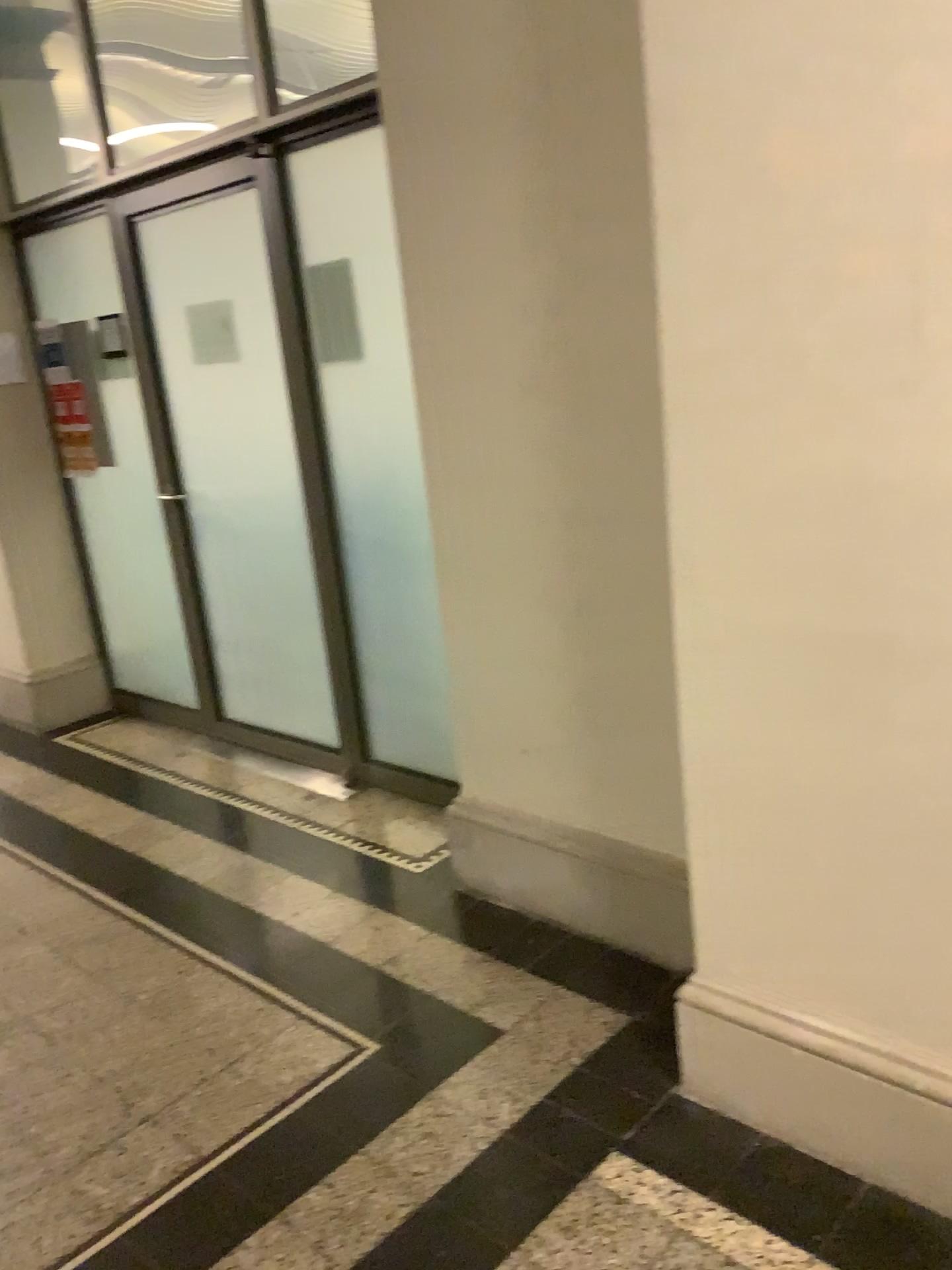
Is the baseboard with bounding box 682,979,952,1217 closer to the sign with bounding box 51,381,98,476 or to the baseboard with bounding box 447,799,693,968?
the baseboard with bounding box 447,799,693,968

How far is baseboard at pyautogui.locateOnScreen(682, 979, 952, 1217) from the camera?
1.8 meters

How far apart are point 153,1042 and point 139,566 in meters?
2.6

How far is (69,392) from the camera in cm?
453

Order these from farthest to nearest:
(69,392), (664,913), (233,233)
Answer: (69,392) < (233,233) < (664,913)

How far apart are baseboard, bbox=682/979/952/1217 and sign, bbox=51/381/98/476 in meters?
3.6

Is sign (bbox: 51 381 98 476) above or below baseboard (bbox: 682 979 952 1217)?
above

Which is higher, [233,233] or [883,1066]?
[233,233]

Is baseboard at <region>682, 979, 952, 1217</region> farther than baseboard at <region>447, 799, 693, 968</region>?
No

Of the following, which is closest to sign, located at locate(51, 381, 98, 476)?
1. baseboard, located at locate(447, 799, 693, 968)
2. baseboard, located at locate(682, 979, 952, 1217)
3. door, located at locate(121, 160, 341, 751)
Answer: door, located at locate(121, 160, 341, 751)
